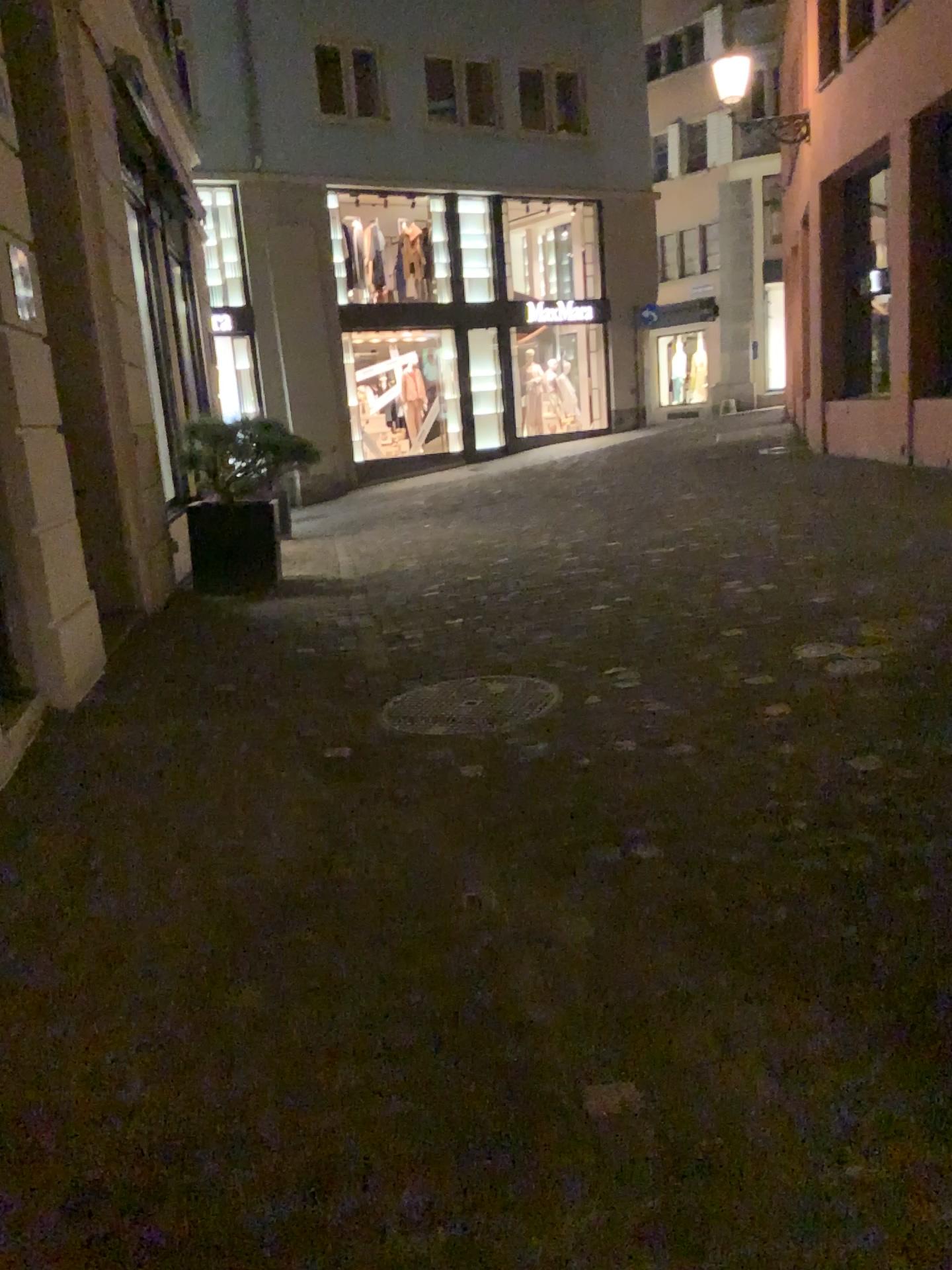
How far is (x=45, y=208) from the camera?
4.22m
